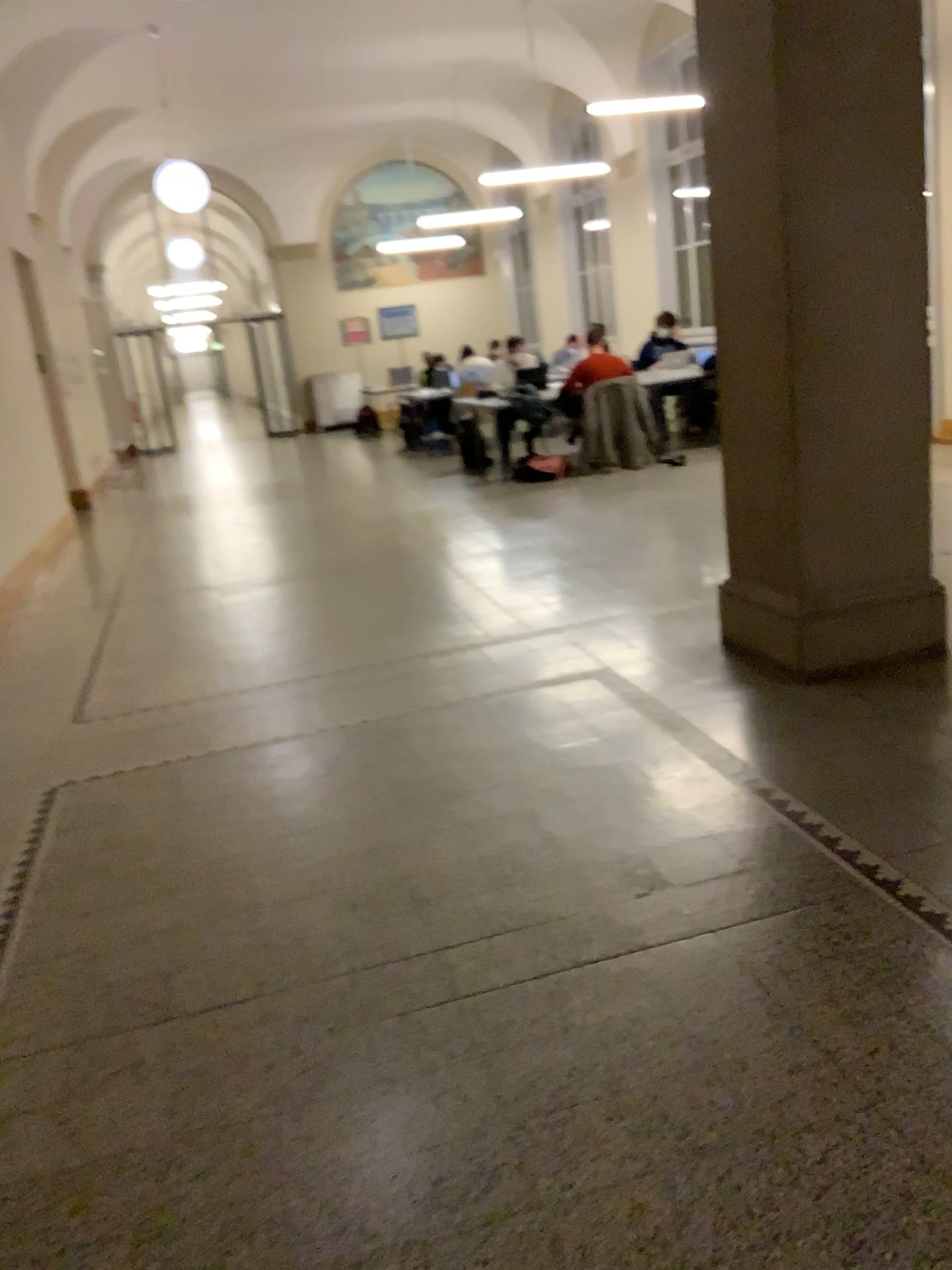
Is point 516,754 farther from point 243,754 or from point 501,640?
point 501,640
